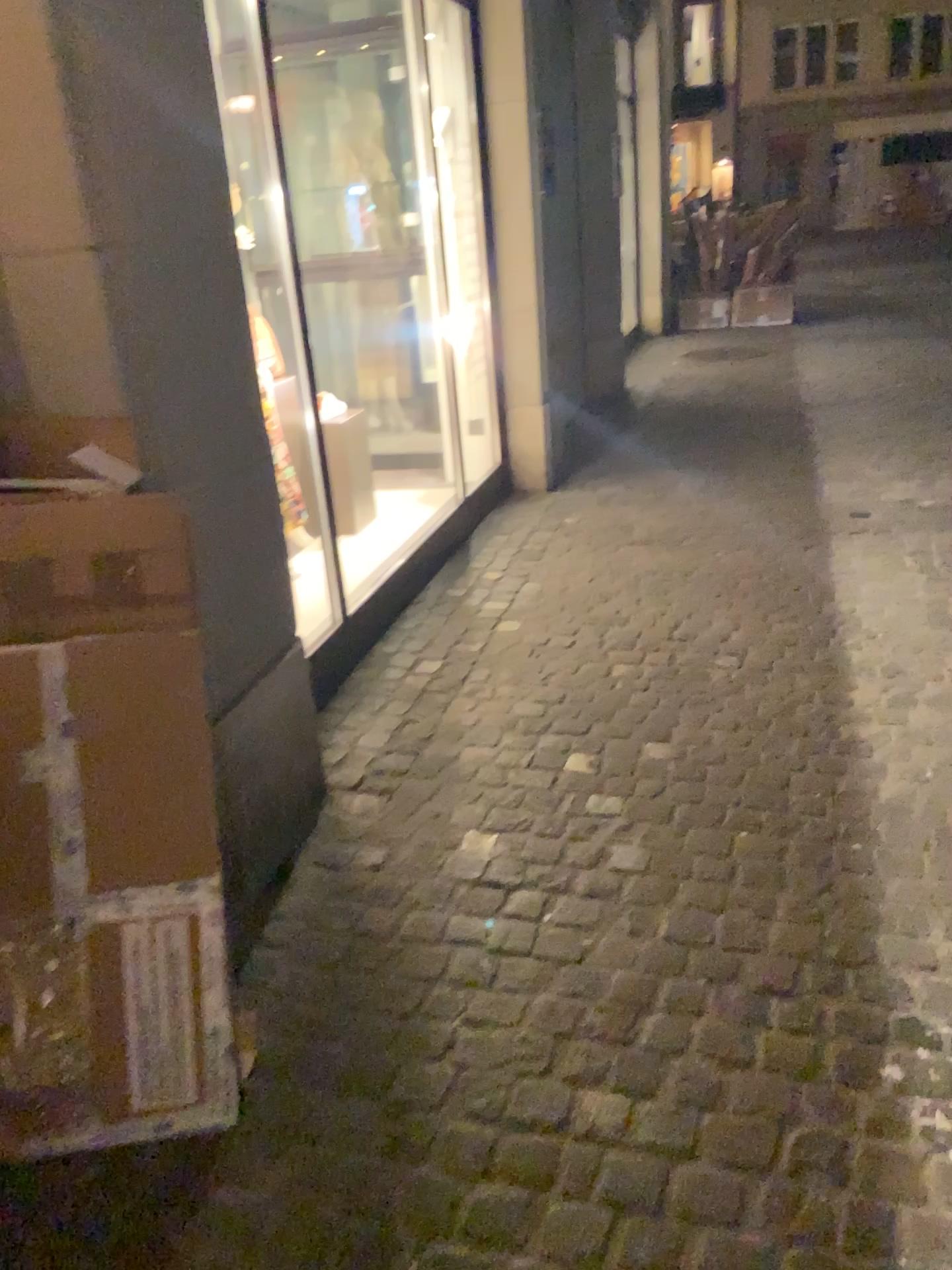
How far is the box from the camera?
1.6 meters

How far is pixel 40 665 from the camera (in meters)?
1.65

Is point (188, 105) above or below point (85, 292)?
above
